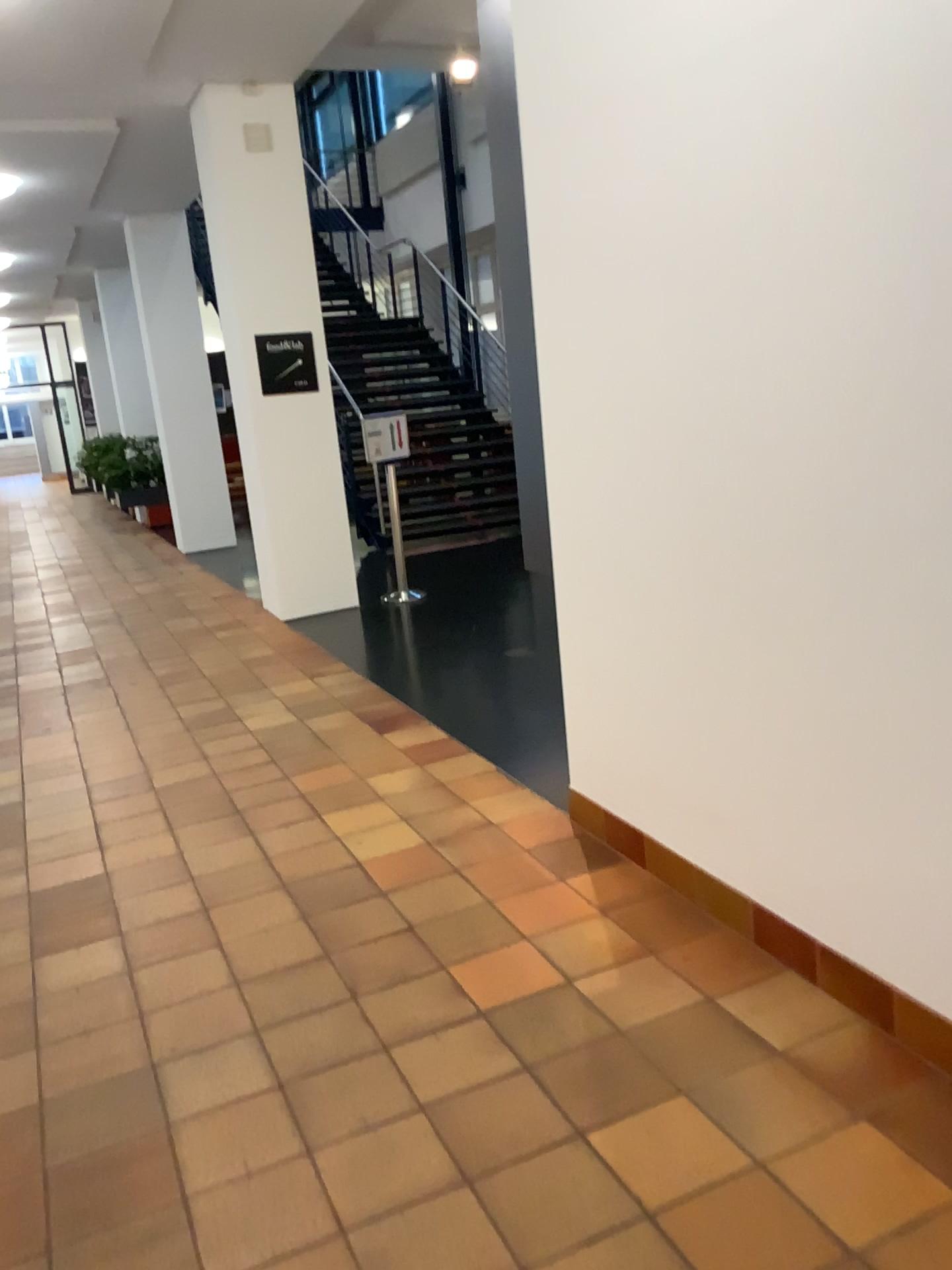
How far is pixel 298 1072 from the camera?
2.4 meters
